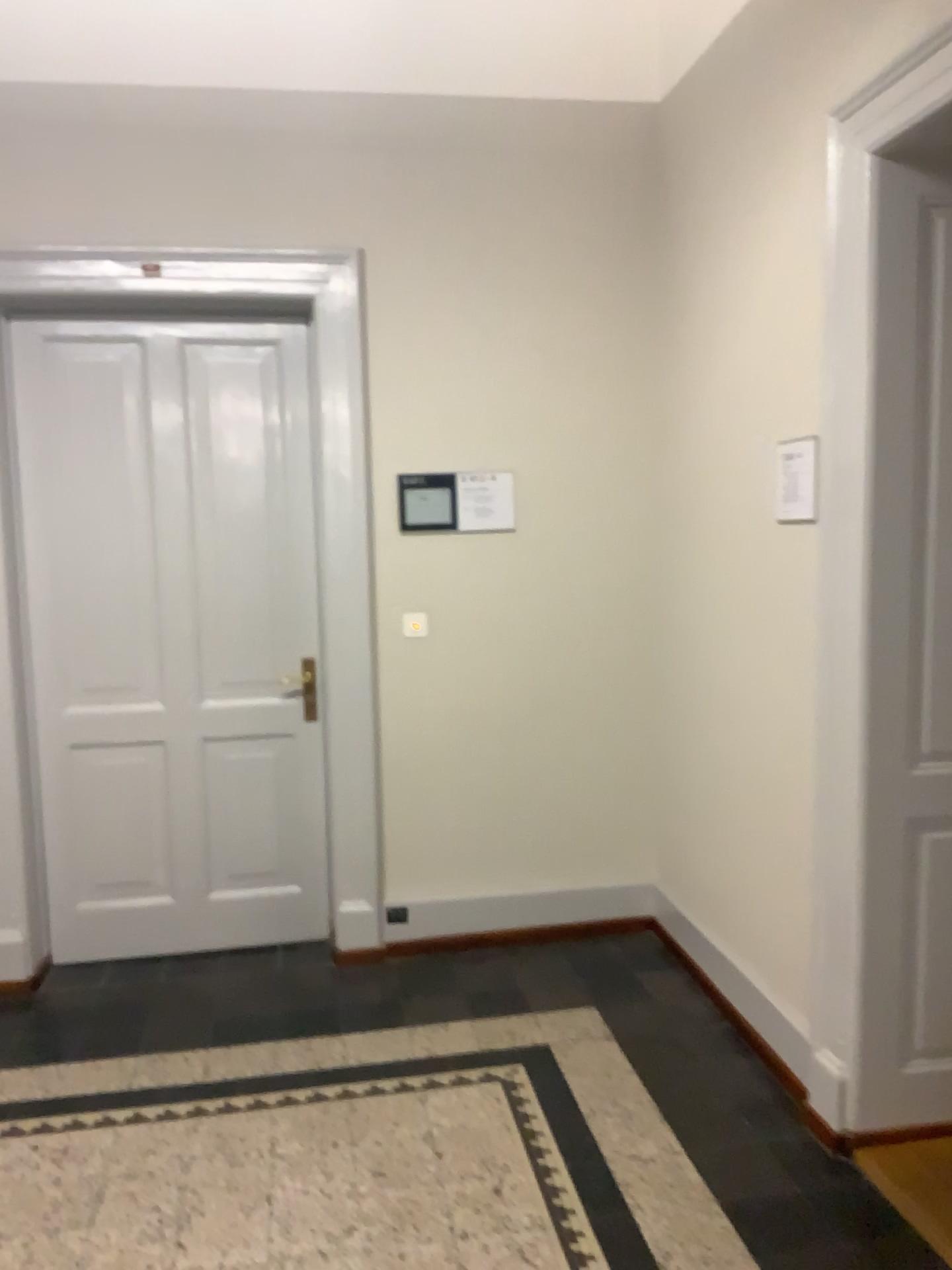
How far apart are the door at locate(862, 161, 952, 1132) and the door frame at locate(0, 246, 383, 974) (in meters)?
1.77

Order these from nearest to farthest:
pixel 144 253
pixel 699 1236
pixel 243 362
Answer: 1. pixel 699 1236
2. pixel 144 253
3. pixel 243 362

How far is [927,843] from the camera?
2.5 meters

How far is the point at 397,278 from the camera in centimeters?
369cm

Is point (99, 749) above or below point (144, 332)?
below

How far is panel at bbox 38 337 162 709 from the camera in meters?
3.7

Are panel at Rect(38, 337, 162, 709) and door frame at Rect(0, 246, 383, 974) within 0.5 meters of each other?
yes

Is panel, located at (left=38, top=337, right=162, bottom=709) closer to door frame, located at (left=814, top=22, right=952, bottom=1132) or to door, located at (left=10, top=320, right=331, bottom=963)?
door, located at (left=10, top=320, right=331, bottom=963)

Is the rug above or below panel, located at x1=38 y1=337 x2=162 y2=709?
below

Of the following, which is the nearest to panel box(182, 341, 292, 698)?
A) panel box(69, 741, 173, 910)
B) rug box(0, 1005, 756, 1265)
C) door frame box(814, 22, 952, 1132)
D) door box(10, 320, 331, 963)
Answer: door box(10, 320, 331, 963)
